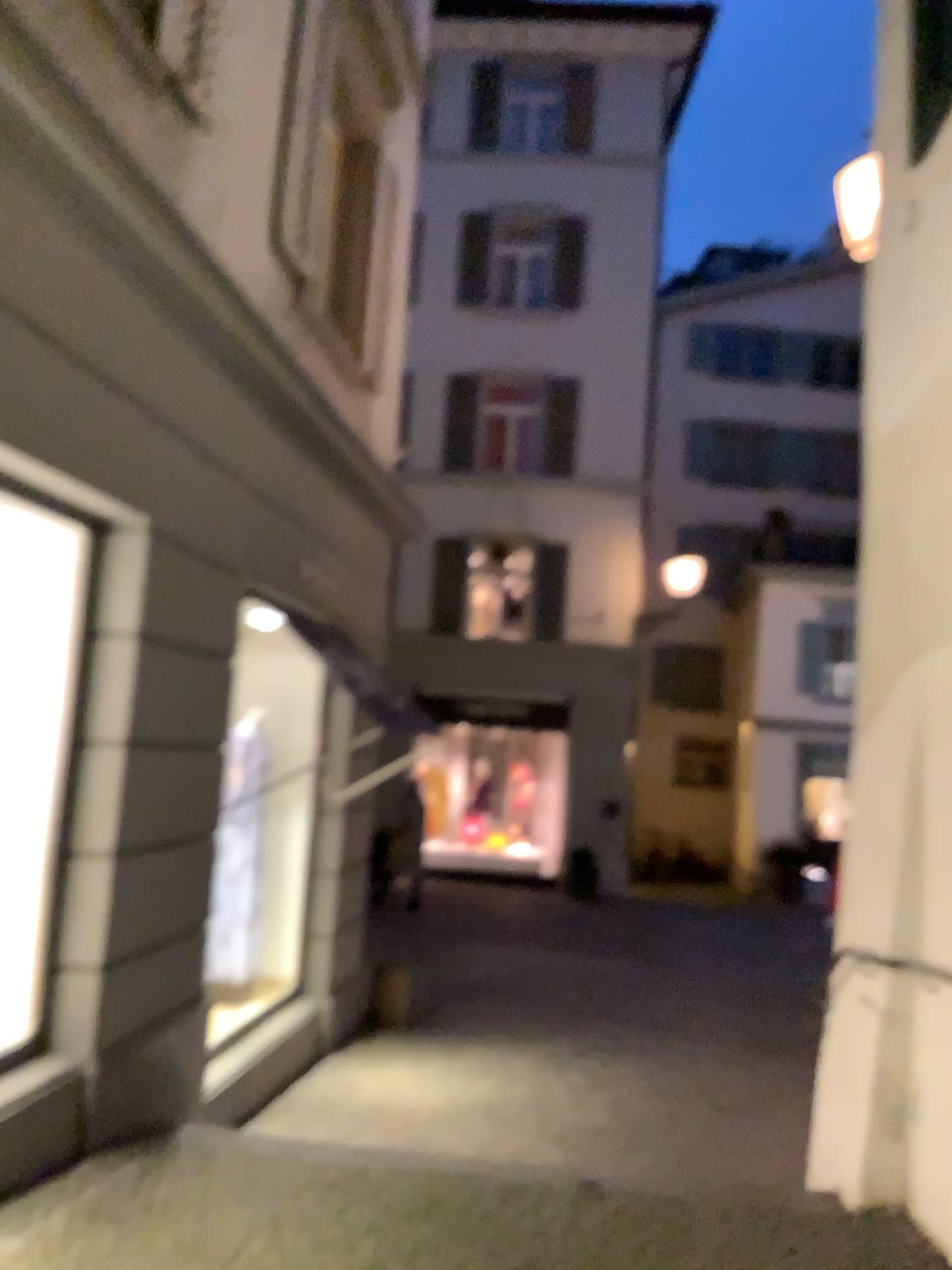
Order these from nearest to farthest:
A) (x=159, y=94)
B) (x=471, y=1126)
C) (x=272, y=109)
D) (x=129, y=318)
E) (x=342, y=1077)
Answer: (x=129, y=318), (x=159, y=94), (x=471, y=1126), (x=342, y=1077), (x=272, y=109)
